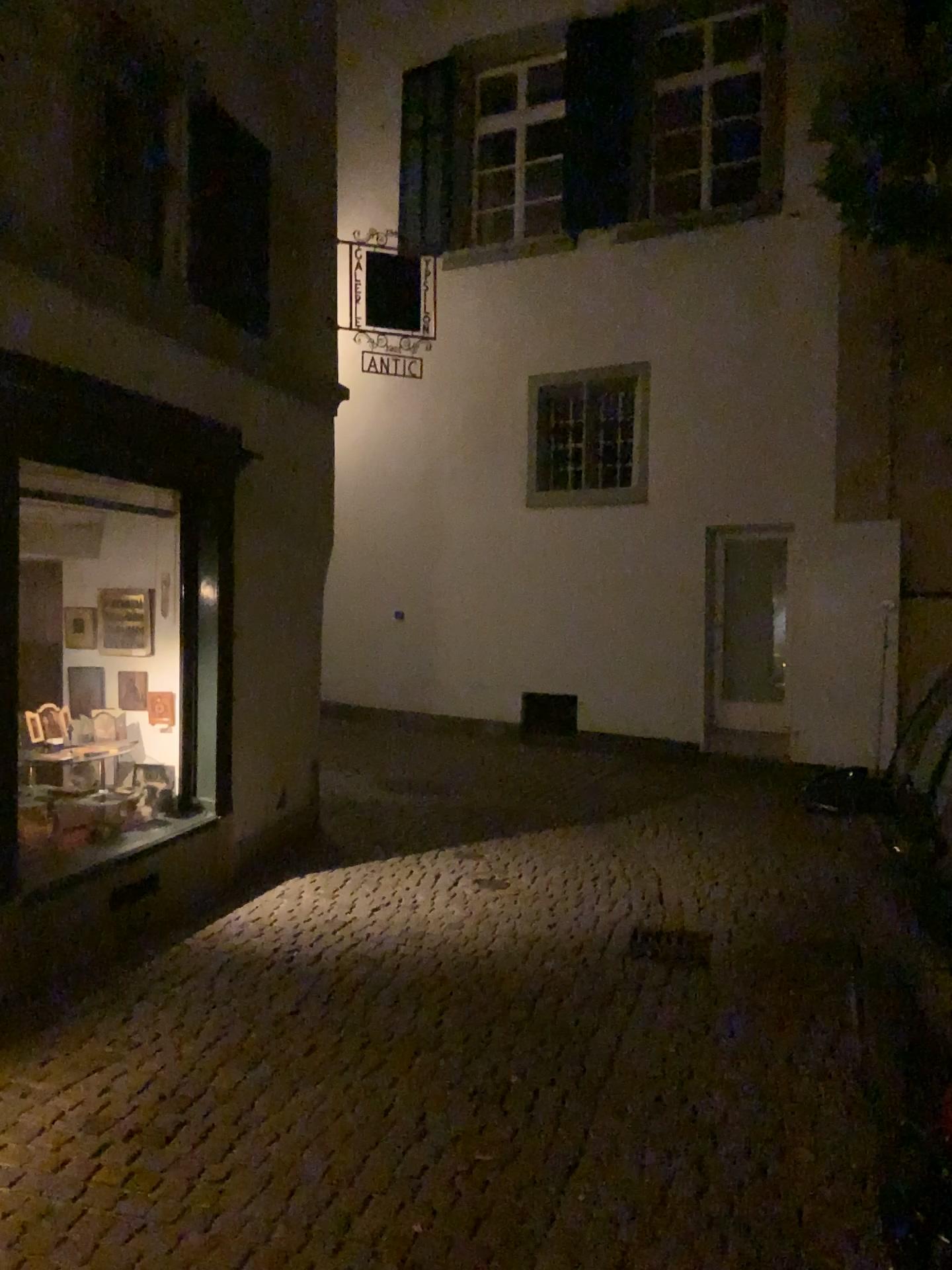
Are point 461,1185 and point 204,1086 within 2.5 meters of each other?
yes
